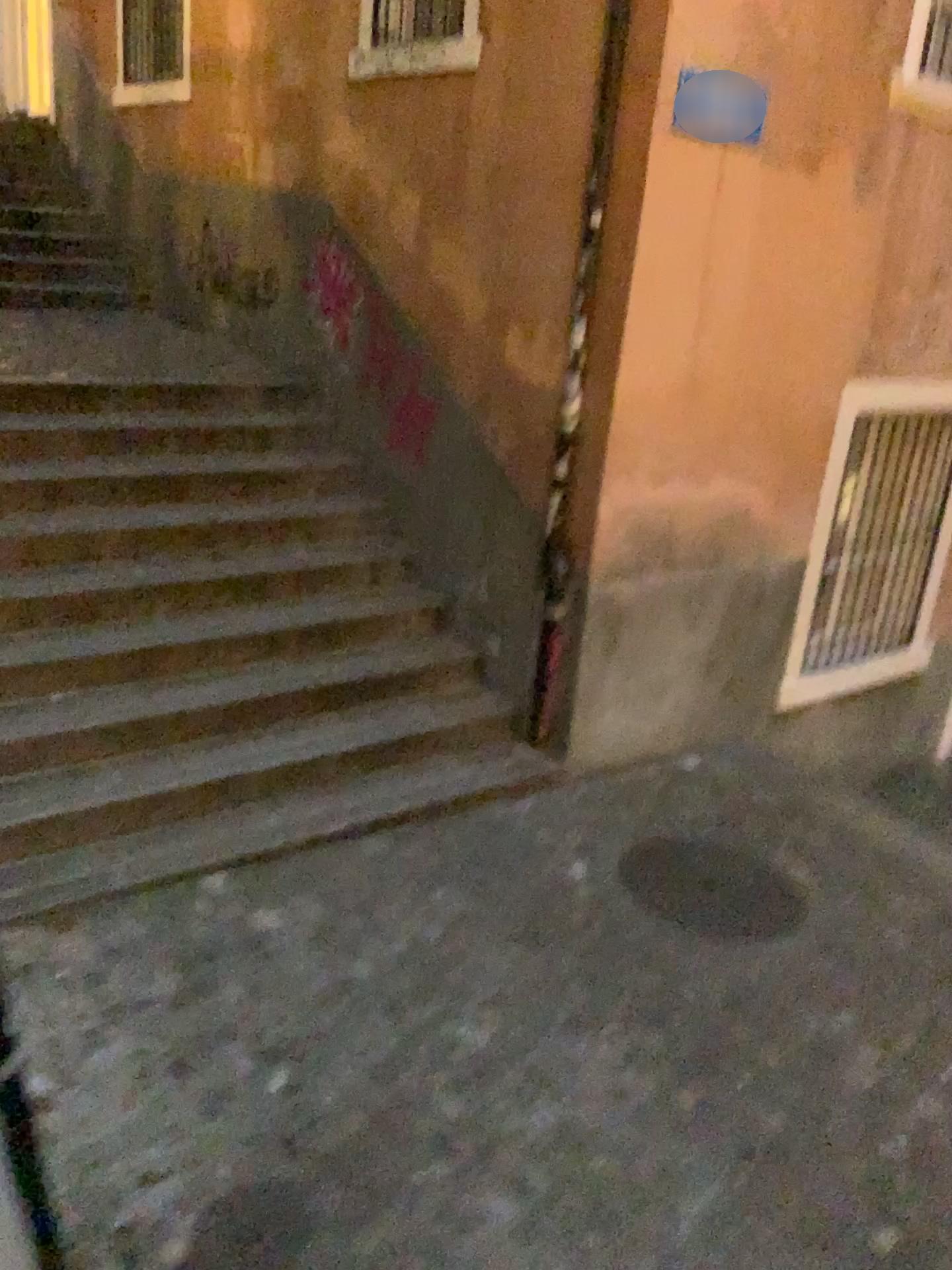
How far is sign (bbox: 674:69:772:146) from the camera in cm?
407

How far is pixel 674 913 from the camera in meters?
3.9 m

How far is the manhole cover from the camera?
3.9 meters

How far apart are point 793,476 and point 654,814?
1.98m

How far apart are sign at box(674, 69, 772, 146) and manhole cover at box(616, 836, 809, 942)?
2.80m

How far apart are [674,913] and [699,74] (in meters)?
3.15

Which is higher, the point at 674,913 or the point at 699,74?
the point at 699,74

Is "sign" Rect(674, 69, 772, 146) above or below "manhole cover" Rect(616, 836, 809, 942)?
above
